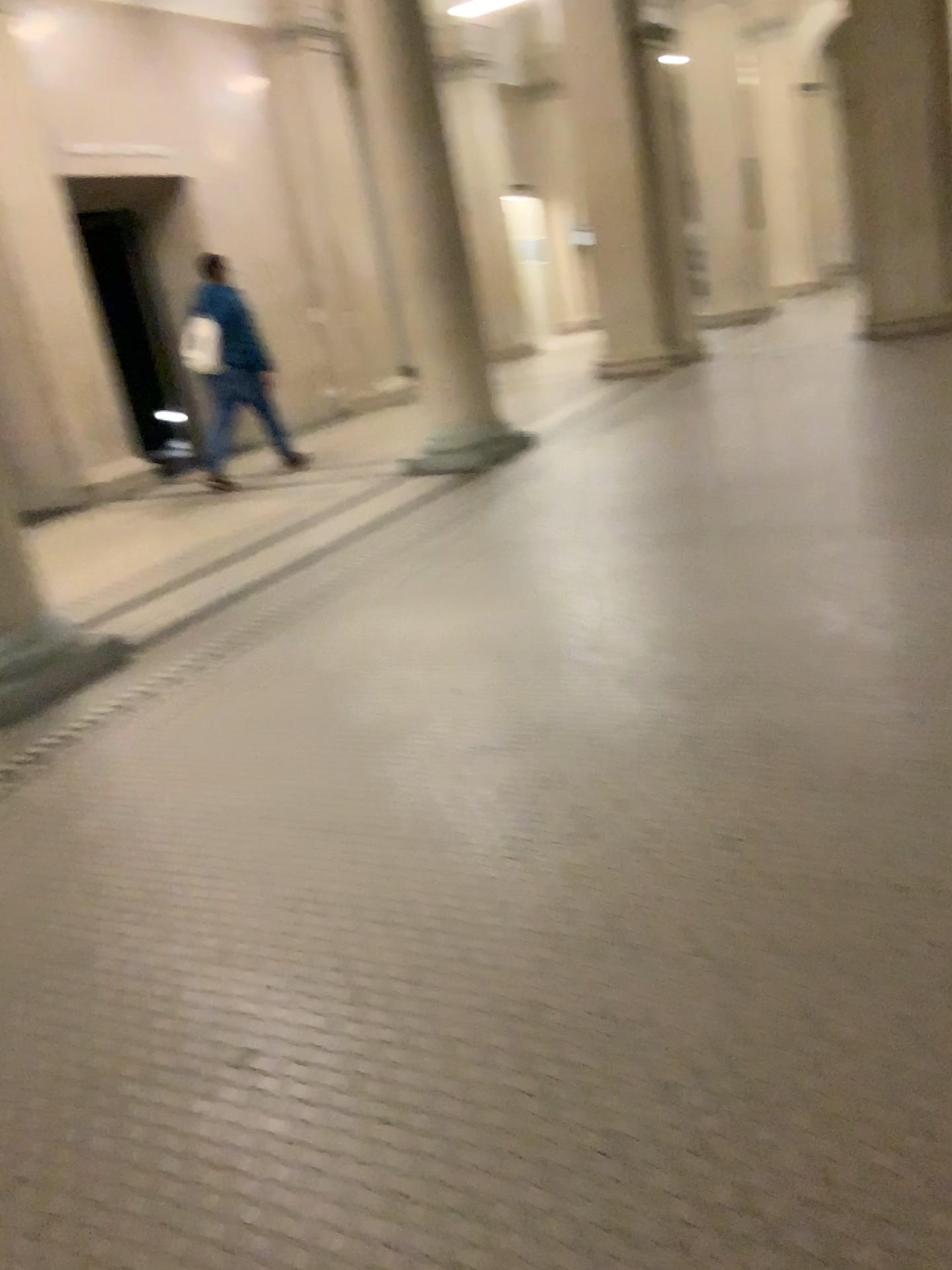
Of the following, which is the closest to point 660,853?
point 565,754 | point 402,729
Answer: point 565,754
